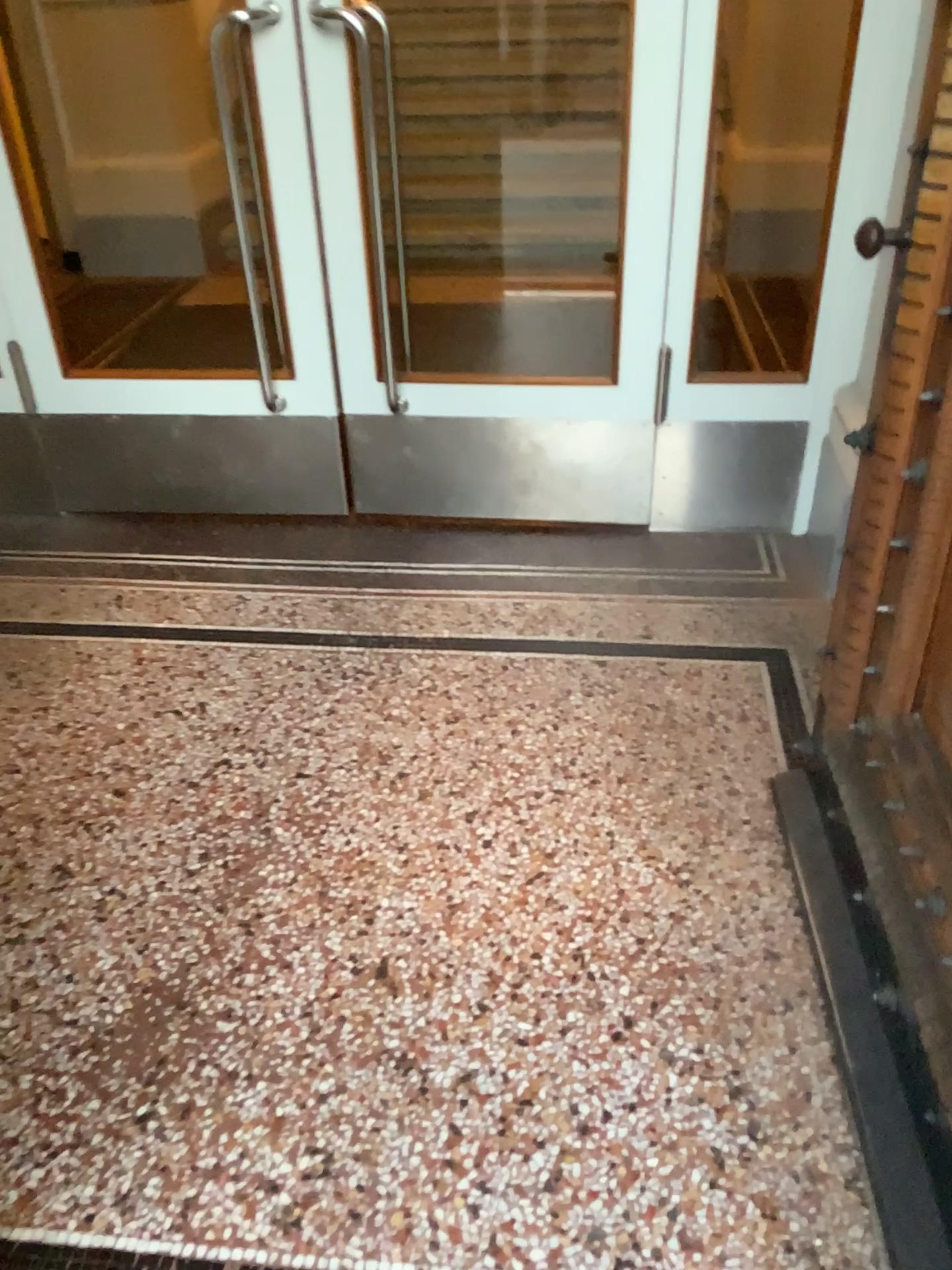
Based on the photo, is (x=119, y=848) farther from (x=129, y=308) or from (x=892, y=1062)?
(x=129, y=308)
